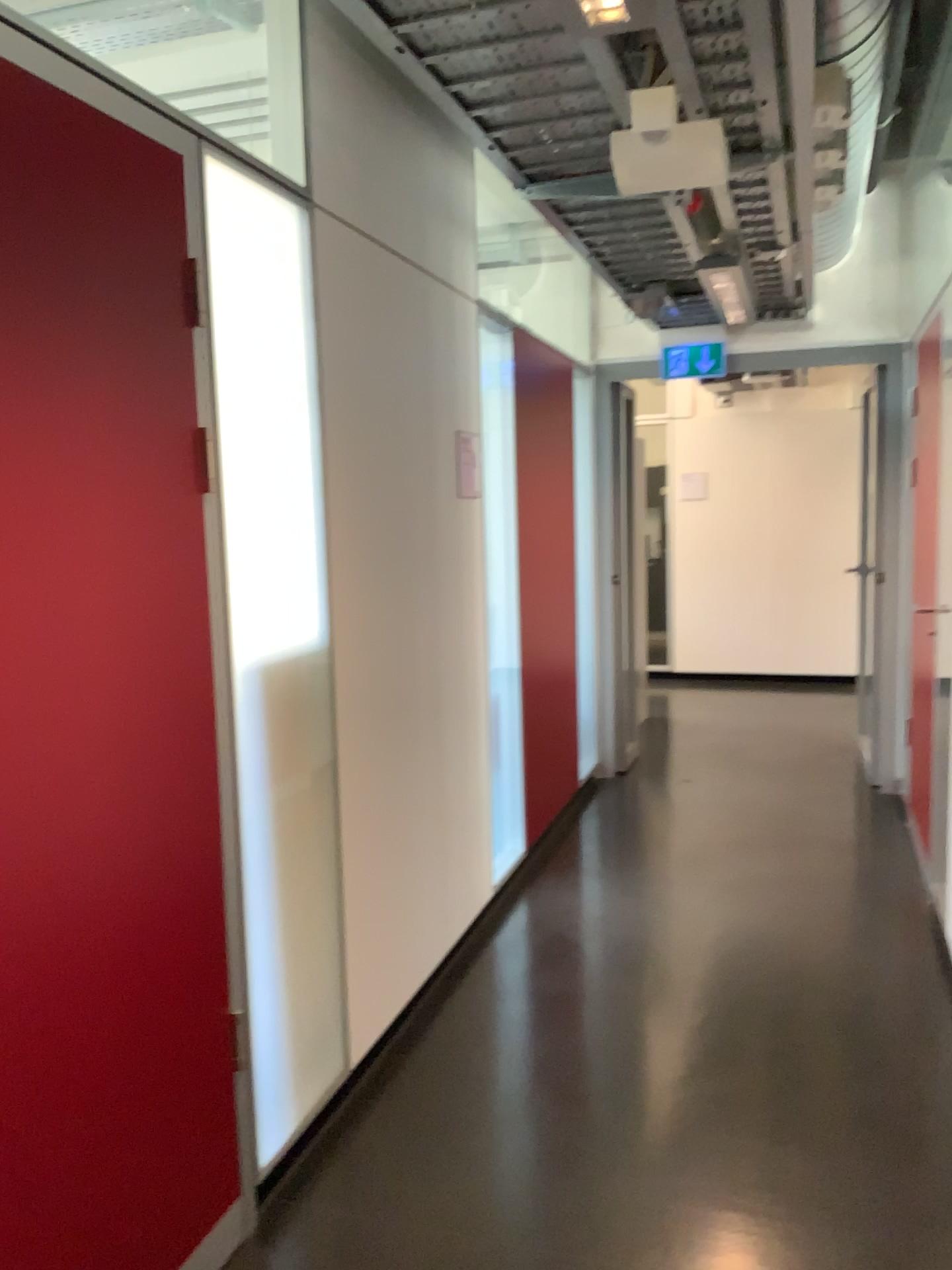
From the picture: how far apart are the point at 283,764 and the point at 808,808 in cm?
340

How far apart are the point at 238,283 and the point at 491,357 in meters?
1.9 m

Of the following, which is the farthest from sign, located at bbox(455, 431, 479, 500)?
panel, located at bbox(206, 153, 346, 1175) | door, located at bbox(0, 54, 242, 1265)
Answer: door, located at bbox(0, 54, 242, 1265)

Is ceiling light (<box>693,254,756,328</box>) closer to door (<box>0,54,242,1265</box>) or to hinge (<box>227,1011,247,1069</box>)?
door (<box>0,54,242,1265</box>)

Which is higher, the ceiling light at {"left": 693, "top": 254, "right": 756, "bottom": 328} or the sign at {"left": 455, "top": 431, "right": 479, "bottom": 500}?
the ceiling light at {"left": 693, "top": 254, "right": 756, "bottom": 328}

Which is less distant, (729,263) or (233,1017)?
(233,1017)

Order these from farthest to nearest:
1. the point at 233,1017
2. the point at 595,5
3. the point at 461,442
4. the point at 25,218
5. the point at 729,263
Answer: the point at 729,263
the point at 461,442
the point at 233,1017
the point at 595,5
the point at 25,218

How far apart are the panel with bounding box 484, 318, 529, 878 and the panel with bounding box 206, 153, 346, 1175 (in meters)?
1.41

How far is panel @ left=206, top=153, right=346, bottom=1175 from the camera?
2.12m

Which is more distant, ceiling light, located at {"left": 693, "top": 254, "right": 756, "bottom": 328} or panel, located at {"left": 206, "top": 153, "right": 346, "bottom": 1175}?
ceiling light, located at {"left": 693, "top": 254, "right": 756, "bottom": 328}
